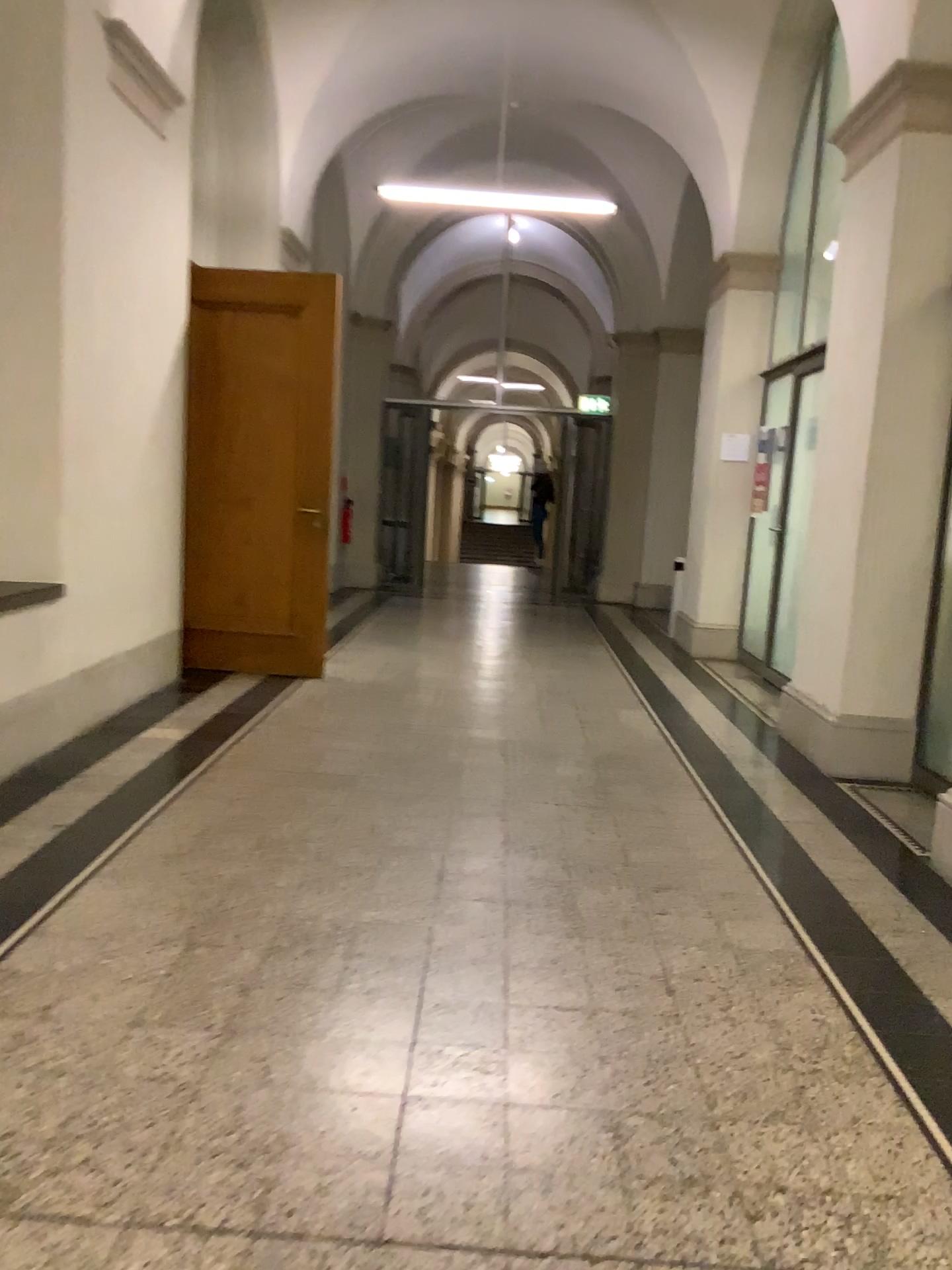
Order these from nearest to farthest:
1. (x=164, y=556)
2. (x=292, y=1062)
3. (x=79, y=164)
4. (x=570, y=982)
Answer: (x=292, y=1062), (x=570, y=982), (x=79, y=164), (x=164, y=556)

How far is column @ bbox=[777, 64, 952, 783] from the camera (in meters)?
4.61

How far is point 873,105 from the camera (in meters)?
4.61
